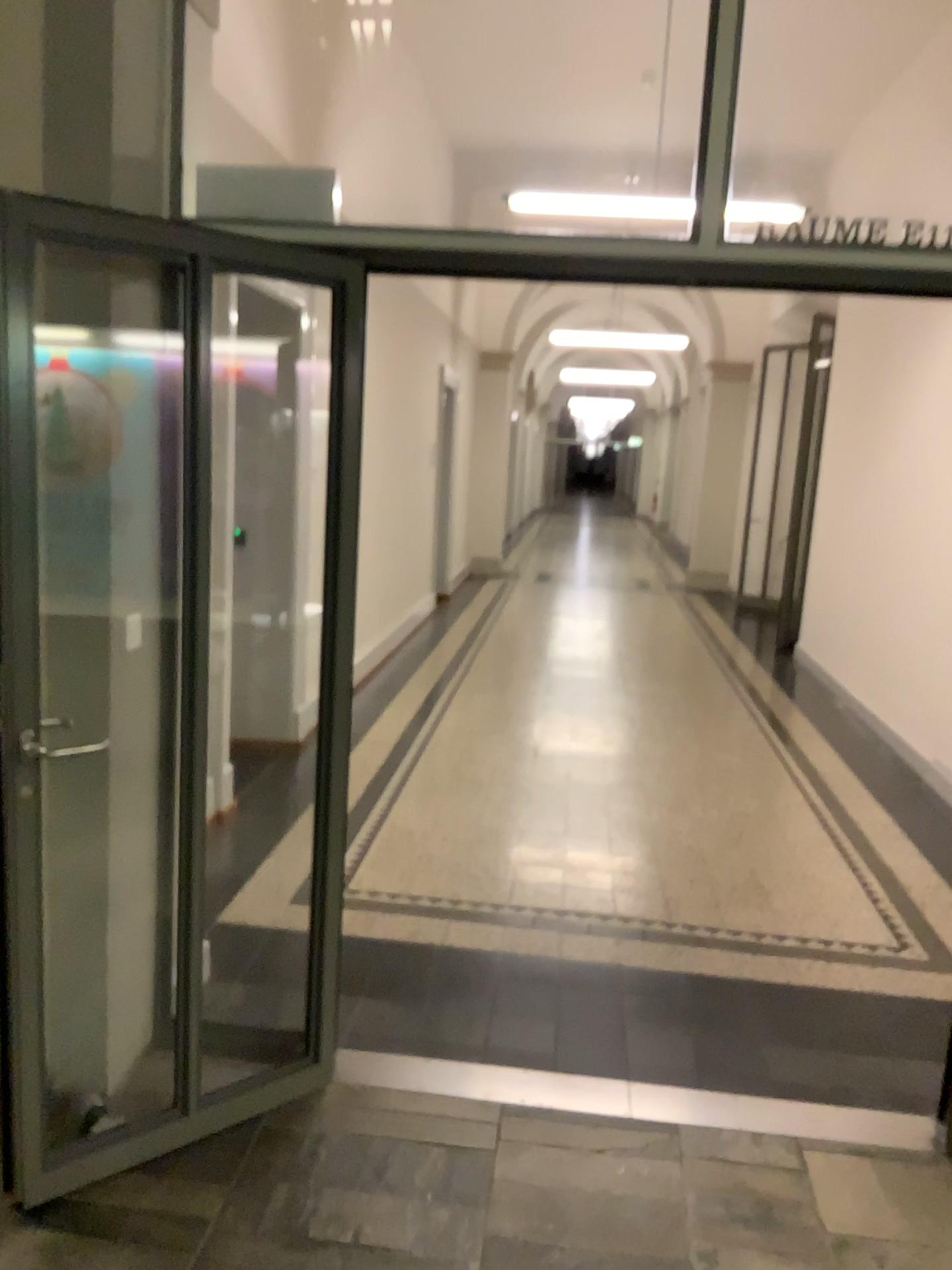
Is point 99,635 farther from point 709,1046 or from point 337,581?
point 709,1046
